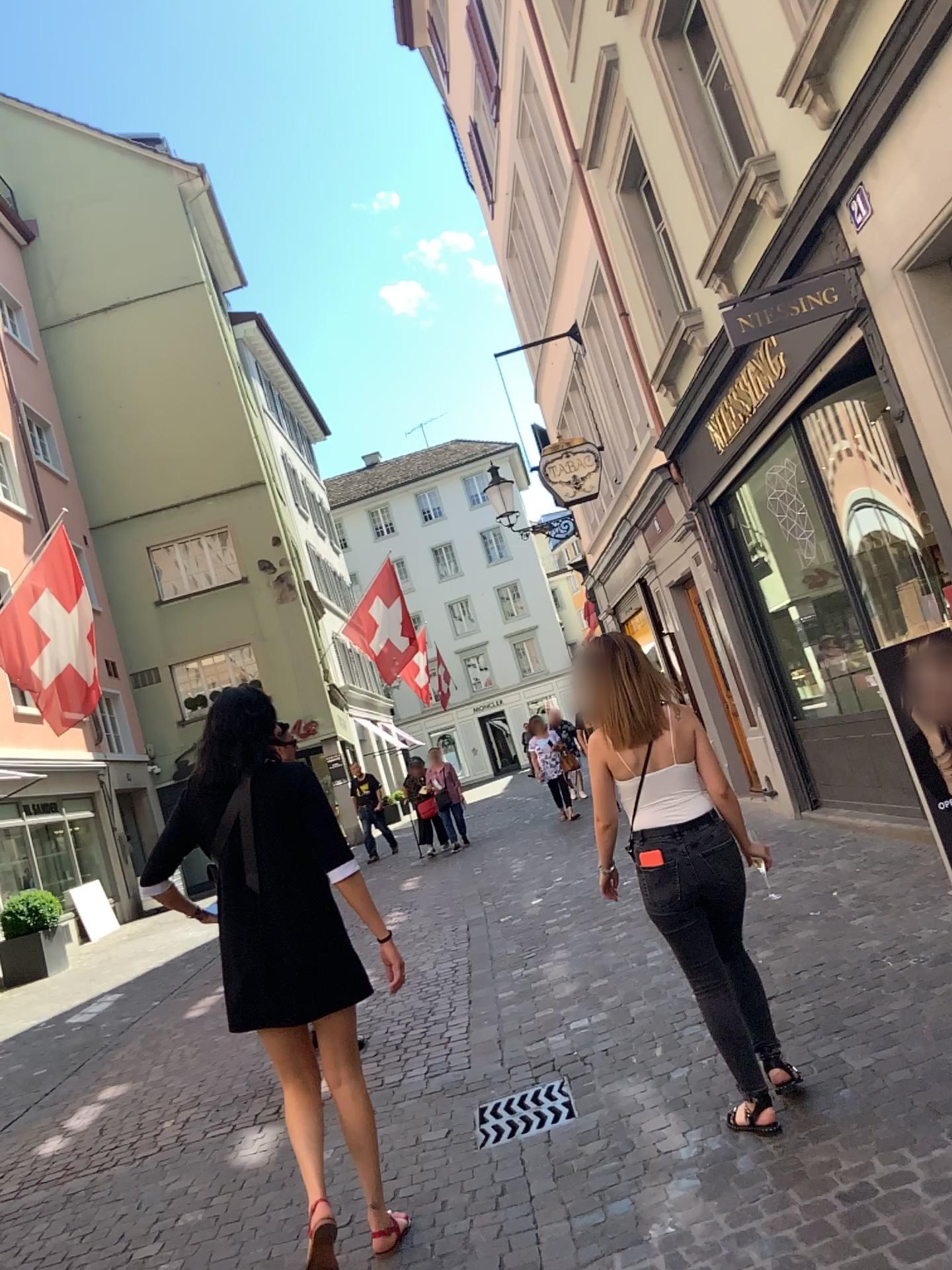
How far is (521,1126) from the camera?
3.7 meters

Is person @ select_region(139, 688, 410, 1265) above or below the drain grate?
above

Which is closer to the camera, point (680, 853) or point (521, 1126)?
point (680, 853)

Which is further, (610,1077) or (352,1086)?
(610,1077)

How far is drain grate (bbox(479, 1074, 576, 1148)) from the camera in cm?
371

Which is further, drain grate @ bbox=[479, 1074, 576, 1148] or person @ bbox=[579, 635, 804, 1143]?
drain grate @ bbox=[479, 1074, 576, 1148]

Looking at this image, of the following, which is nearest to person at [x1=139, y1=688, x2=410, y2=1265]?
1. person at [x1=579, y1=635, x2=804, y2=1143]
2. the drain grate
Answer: the drain grate

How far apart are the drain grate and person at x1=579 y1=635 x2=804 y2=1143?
0.8m

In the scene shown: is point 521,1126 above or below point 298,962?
below

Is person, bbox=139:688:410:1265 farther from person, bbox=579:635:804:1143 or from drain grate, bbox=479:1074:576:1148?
person, bbox=579:635:804:1143
